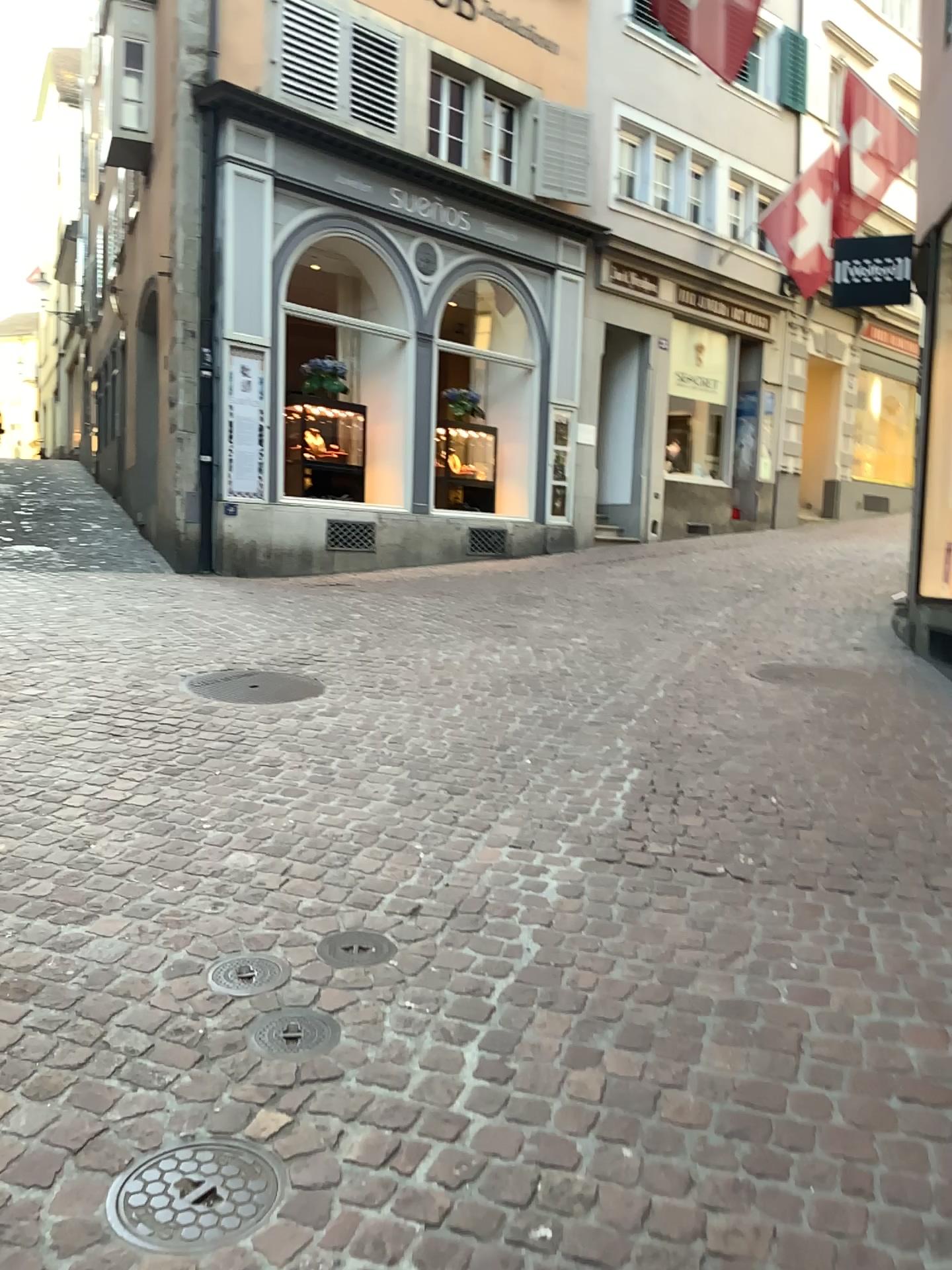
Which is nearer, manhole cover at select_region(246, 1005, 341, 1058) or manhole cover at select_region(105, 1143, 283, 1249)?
manhole cover at select_region(105, 1143, 283, 1249)

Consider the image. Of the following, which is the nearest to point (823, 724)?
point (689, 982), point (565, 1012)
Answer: point (689, 982)

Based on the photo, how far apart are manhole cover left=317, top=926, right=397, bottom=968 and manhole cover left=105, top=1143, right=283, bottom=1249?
0.72m

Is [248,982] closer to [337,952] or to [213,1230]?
[337,952]

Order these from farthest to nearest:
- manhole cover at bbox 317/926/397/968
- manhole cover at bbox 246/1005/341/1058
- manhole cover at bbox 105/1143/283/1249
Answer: manhole cover at bbox 317/926/397/968, manhole cover at bbox 246/1005/341/1058, manhole cover at bbox 105/1143/283/1249

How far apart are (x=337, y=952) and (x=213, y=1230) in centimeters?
96cm

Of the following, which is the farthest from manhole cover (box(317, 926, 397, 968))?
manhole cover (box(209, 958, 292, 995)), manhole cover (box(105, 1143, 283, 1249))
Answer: manhole cover (box(105, 1143, 283, 1249))

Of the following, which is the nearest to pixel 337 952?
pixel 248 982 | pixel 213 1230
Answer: pixel 248 982

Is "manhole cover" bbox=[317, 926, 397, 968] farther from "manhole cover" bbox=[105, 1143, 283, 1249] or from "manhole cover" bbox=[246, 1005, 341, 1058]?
"manhole cover" bbox=[105, 1143, 283, 1249]

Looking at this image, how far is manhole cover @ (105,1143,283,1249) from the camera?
1.74m
